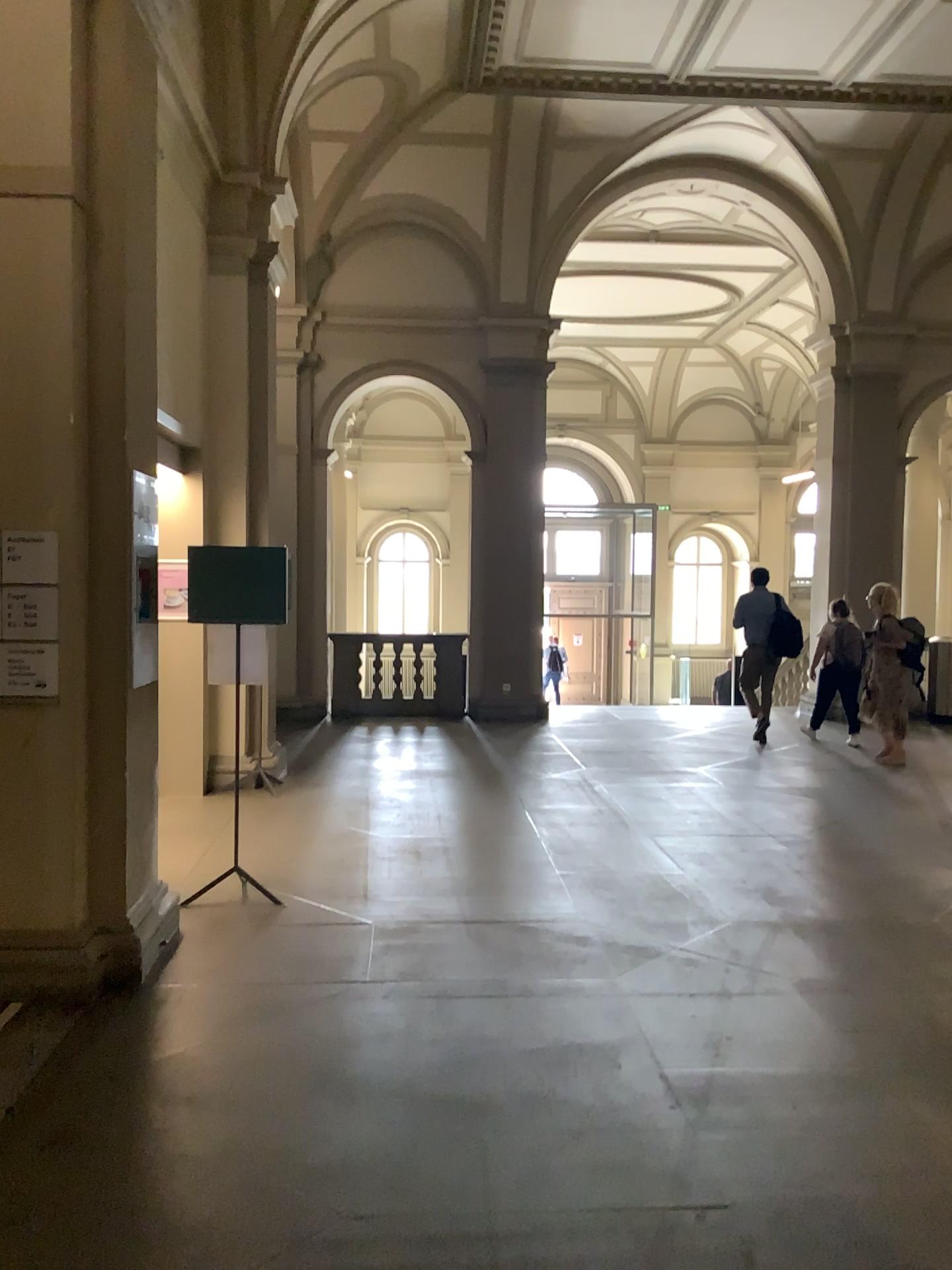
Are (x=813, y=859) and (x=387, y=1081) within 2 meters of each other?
no
